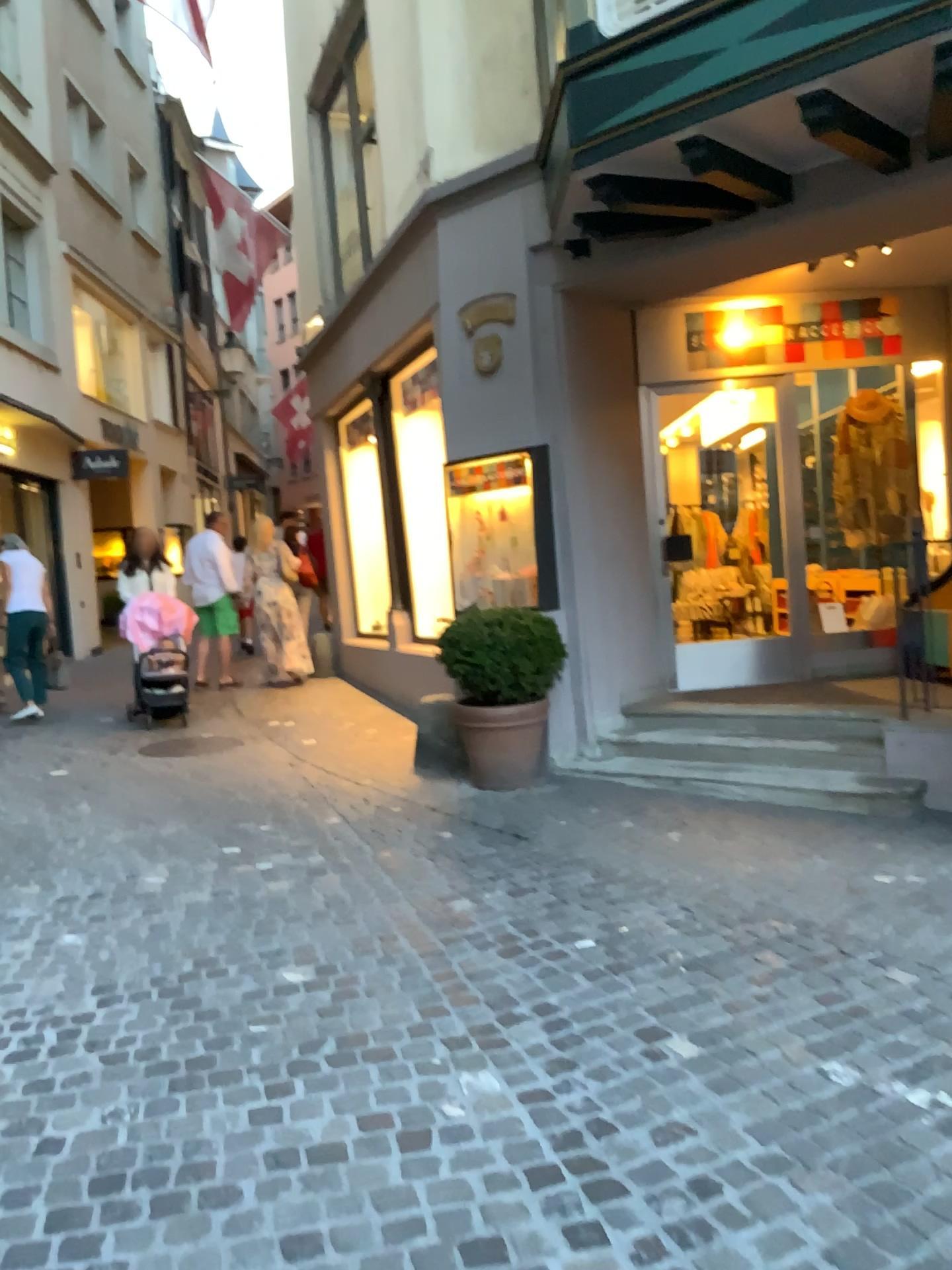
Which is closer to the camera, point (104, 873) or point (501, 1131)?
point (501, 1131)
